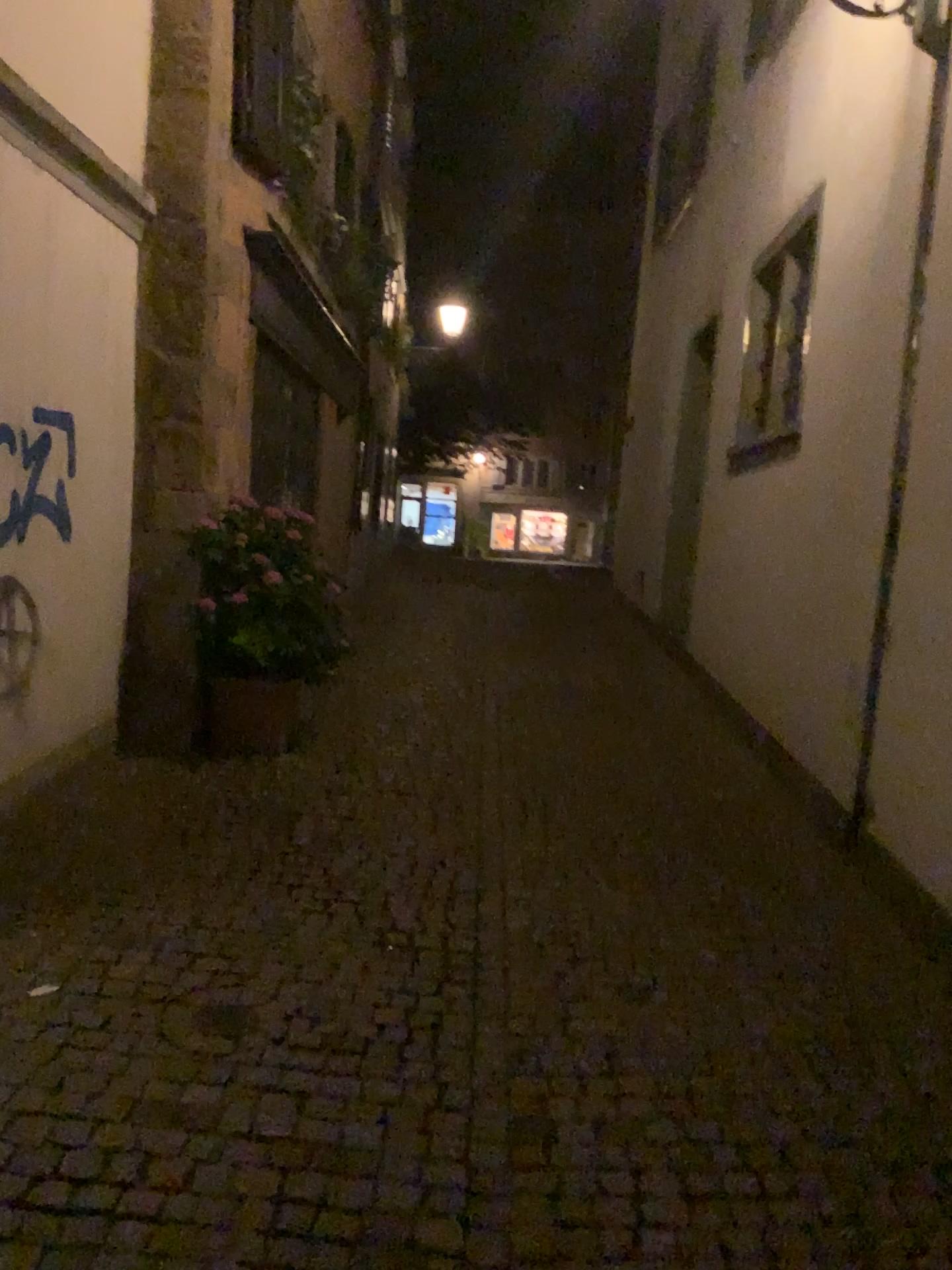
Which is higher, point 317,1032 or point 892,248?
point 892,248
